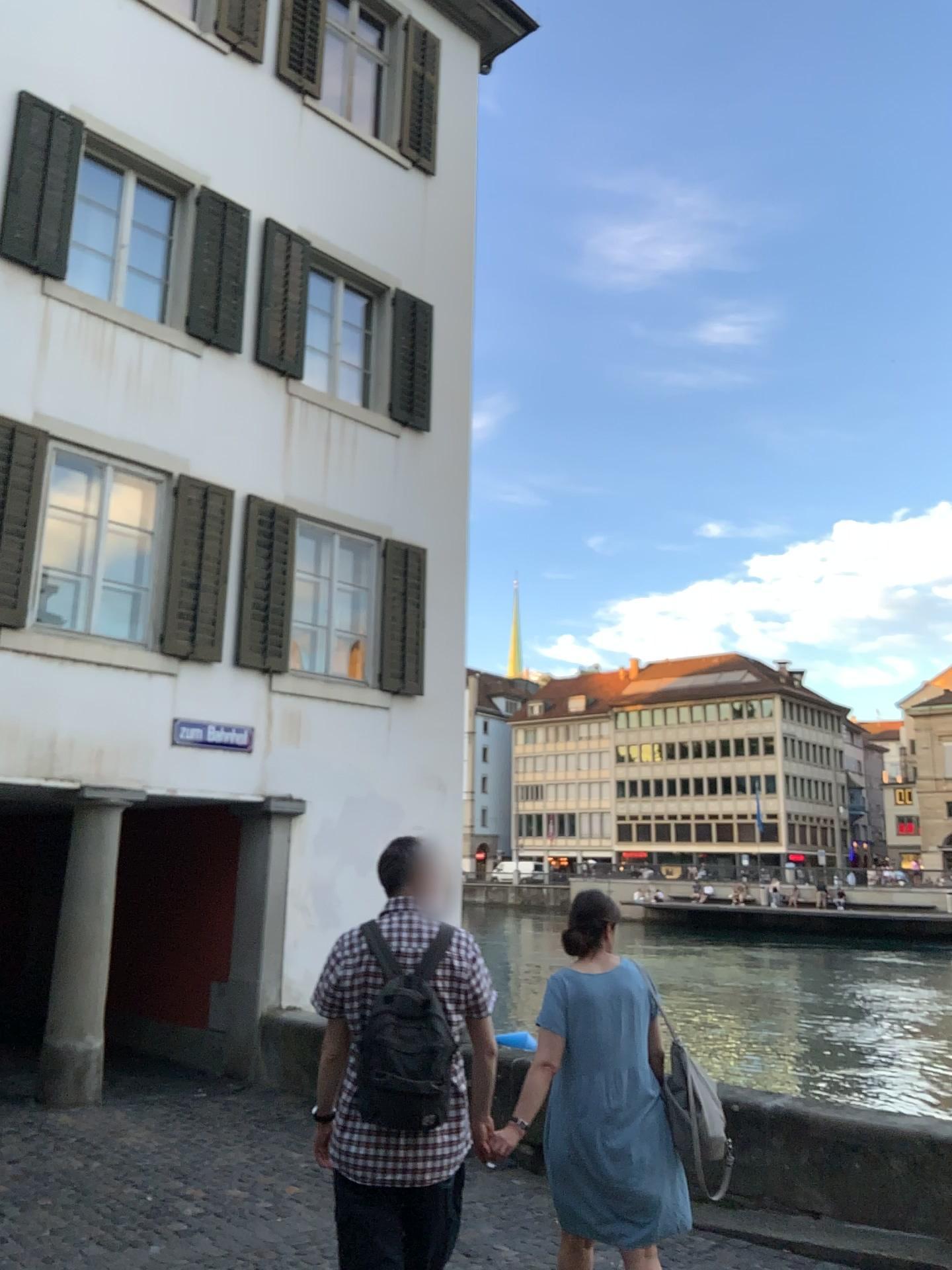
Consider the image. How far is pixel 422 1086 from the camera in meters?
2.9 m

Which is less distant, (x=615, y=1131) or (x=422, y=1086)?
(x=422, y=1086)

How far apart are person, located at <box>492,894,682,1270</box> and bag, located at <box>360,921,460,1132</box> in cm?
71

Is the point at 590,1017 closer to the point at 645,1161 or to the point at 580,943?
the point at 580,943

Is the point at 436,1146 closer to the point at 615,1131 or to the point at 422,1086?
the point at 422,1086

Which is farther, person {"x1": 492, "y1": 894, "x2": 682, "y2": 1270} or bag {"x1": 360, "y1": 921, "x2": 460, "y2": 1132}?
person {"x1": 492, "y1": 894, "x2": 682, "y2": 1270}

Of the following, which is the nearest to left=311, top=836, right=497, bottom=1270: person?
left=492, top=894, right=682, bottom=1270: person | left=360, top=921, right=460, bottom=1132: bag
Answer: left=360, top=921, right=460, bottom=1132: bag

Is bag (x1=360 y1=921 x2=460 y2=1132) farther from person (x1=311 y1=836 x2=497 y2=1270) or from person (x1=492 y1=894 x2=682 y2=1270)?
person (x1=492 y1=894 x2=682 y2=1270)

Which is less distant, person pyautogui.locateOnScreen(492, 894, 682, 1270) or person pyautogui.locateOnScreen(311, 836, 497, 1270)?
person pyautogui.locateOnScreen(311, 836, 497, 1270)

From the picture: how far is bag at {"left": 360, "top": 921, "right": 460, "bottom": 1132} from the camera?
2.9 meters
